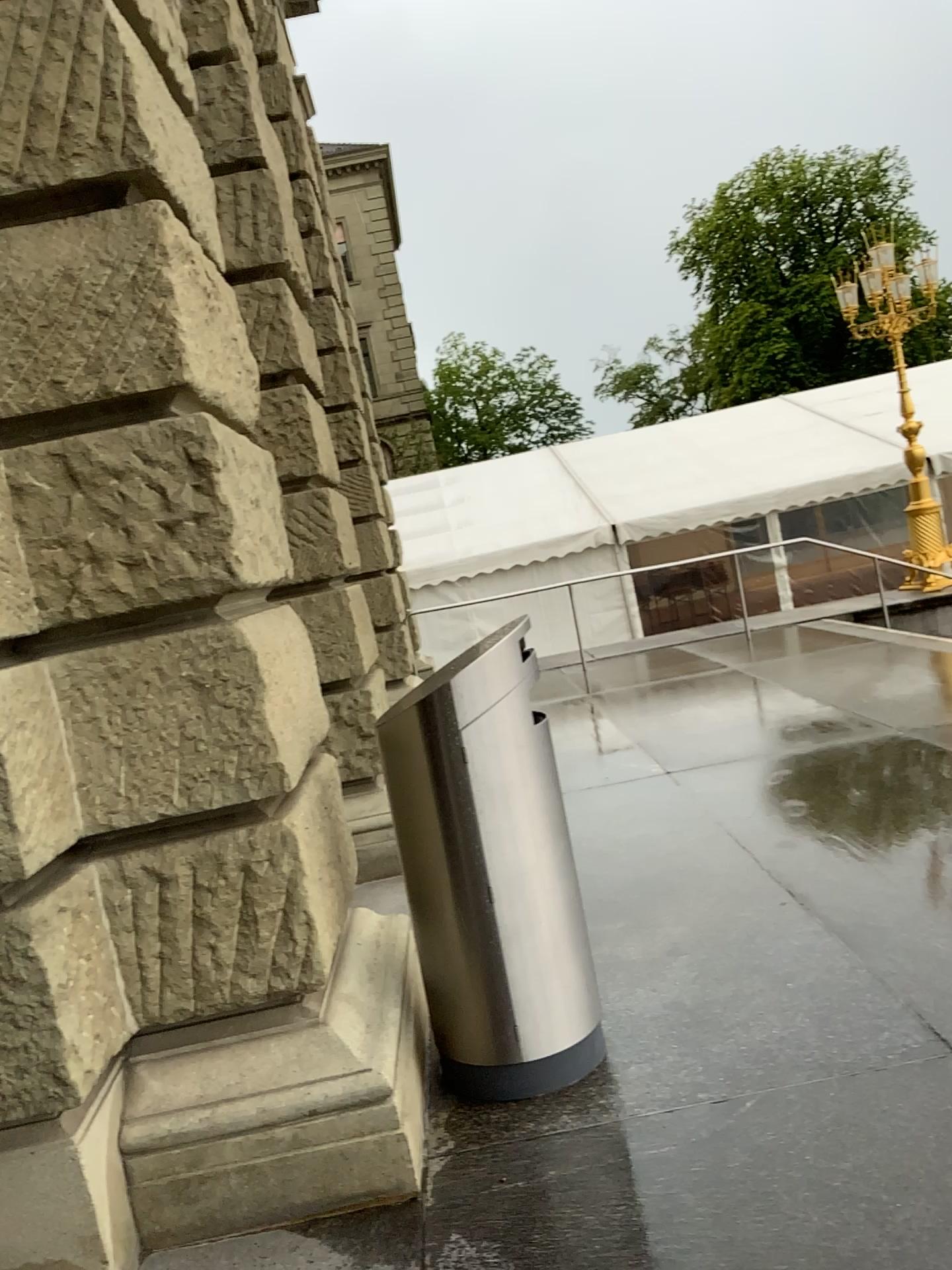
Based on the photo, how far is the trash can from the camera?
2.84m

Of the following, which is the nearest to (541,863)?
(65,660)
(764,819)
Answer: (65,660)

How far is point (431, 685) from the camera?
2.8 meters
